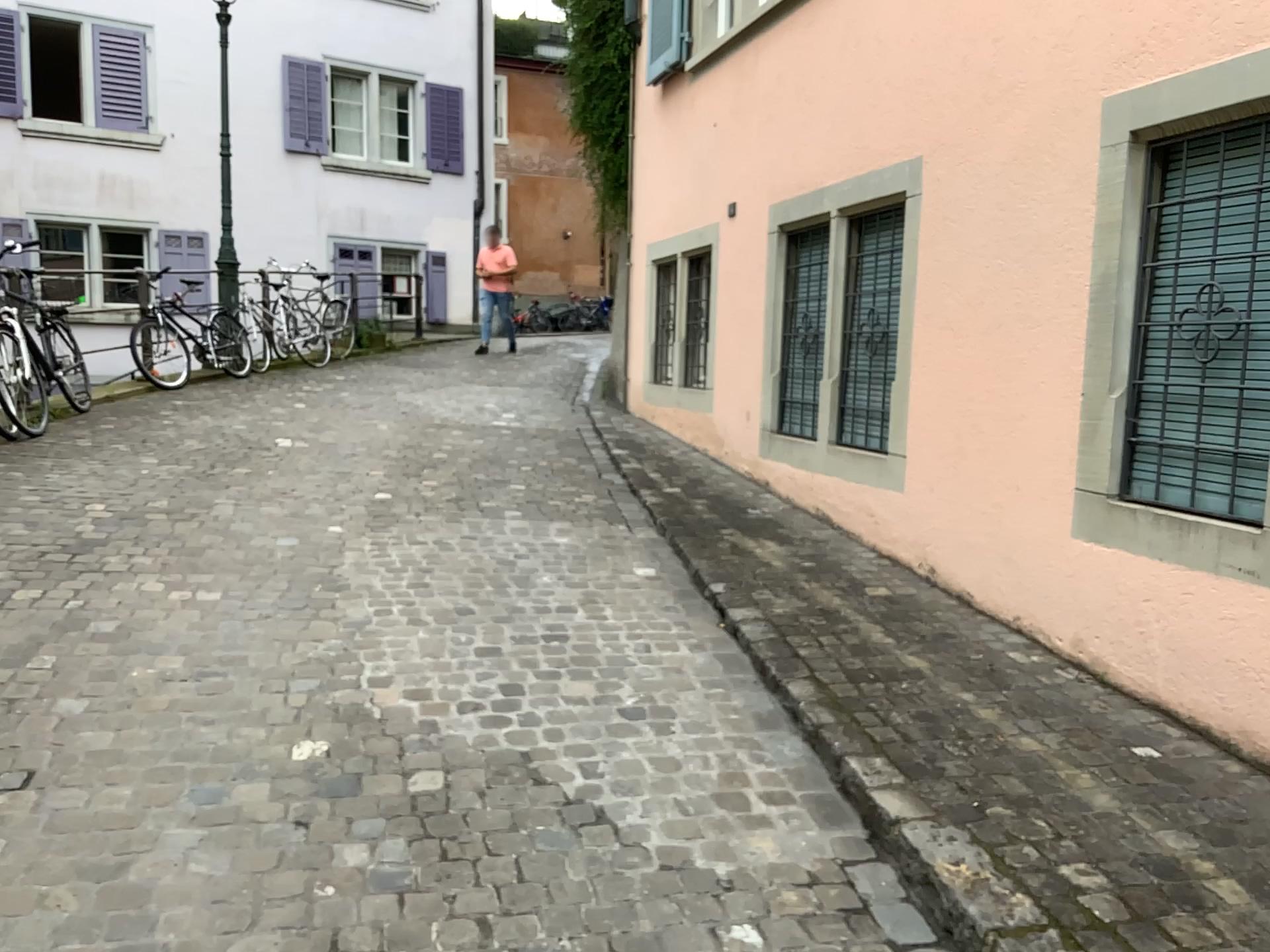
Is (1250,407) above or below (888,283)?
below

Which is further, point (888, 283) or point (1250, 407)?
point (888, 283)

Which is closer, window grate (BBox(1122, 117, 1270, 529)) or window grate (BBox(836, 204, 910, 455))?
window grate (BBox(1122, 117, 1270, 529))

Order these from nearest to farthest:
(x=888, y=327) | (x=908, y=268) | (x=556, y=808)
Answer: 1. (x=556, y=808)
2. (x=908, y=268)
3. (x=888, y=327)
